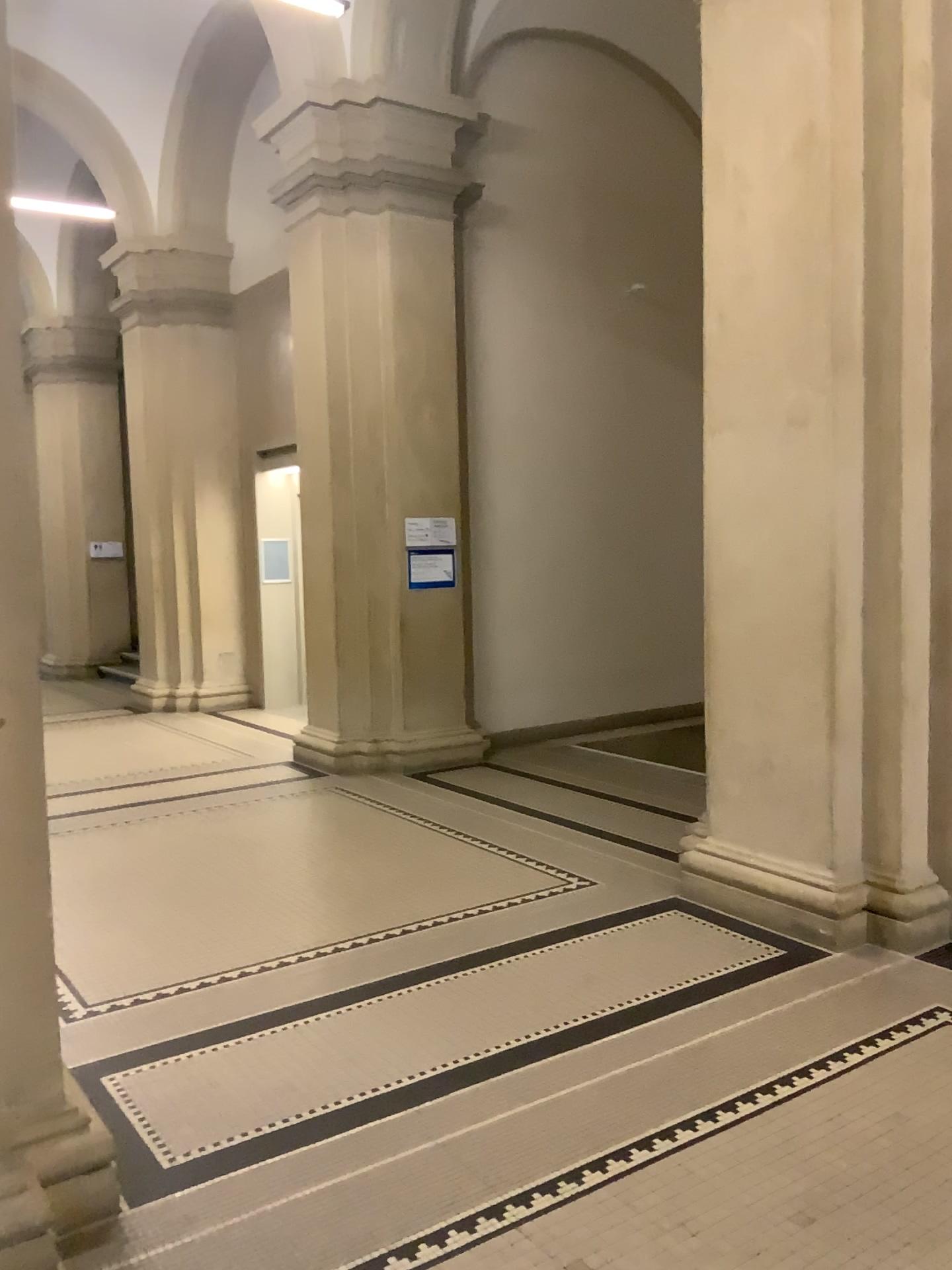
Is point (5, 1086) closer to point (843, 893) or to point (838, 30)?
point (843, 893)

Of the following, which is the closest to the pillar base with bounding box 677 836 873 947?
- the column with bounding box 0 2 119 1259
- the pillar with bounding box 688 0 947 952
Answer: the pillar with bounding box 688 0 947 952

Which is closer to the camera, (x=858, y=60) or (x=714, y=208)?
(x=858, y=60)

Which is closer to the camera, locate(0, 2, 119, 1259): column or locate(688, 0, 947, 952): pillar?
locate(0, 2, 119, 1259): column

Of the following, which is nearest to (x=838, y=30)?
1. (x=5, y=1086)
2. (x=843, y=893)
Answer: (x=843, y=893)

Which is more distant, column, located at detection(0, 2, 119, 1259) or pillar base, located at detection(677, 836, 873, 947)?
pillar base, located at detection(677, 836, 873, 947)

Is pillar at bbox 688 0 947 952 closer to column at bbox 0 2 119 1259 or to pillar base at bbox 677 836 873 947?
pillar base at bbox 677 836 873 947

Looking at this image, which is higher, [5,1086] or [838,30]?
[838,30]
